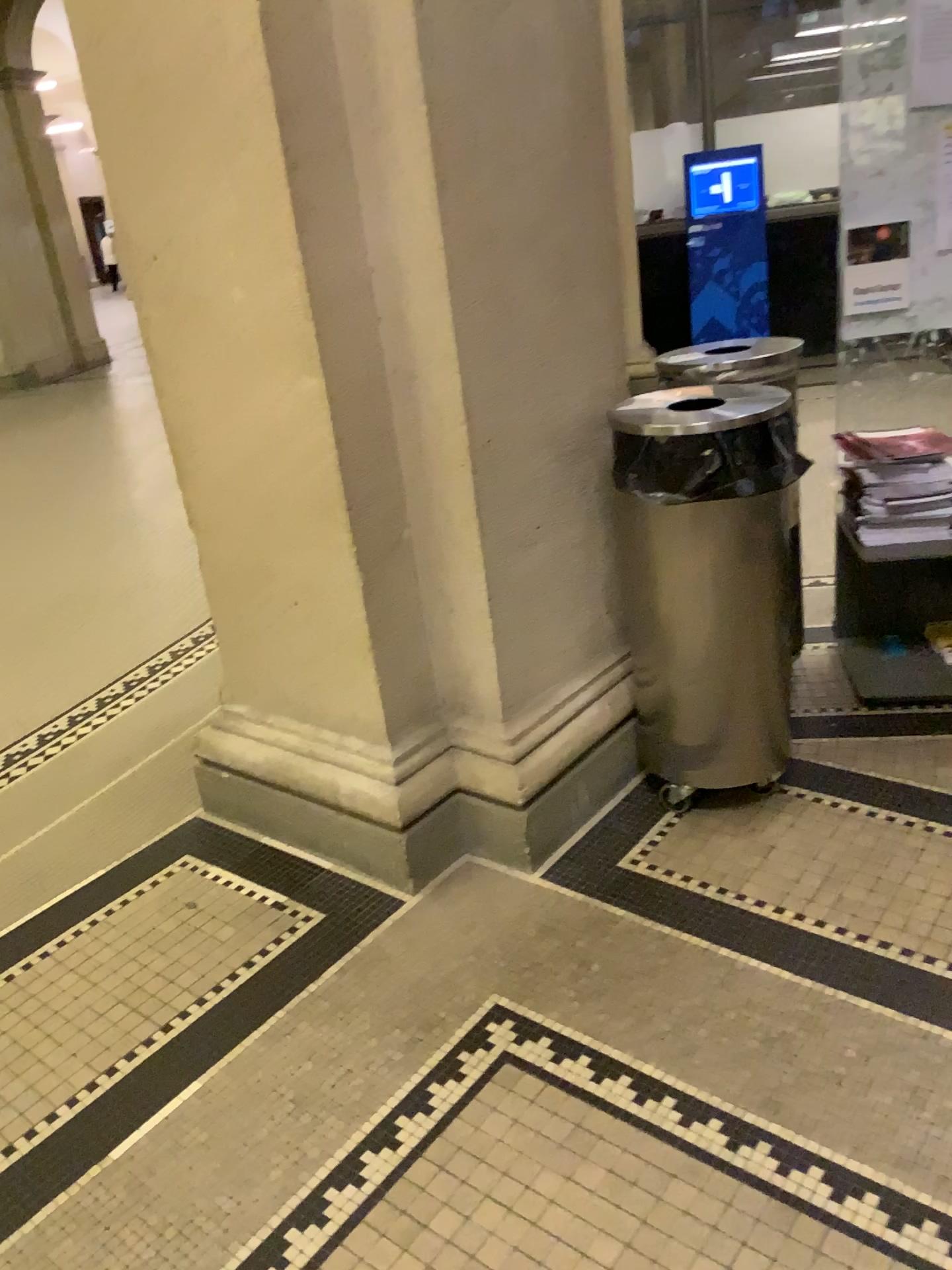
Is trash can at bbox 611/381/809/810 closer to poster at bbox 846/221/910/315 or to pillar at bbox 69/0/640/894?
pillar at bbox 69/0/640/894

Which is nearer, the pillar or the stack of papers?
the pillar

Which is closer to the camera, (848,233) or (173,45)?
(173,45)

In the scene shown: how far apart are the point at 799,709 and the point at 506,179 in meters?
1.5 m

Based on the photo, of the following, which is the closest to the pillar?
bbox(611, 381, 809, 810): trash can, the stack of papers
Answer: bbox(611, 381, 809, 810): trash can

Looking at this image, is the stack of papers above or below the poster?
below

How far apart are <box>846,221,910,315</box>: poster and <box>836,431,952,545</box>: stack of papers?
0.3 meters

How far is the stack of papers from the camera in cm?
257

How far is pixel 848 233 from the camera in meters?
2.7

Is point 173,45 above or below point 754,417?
above
